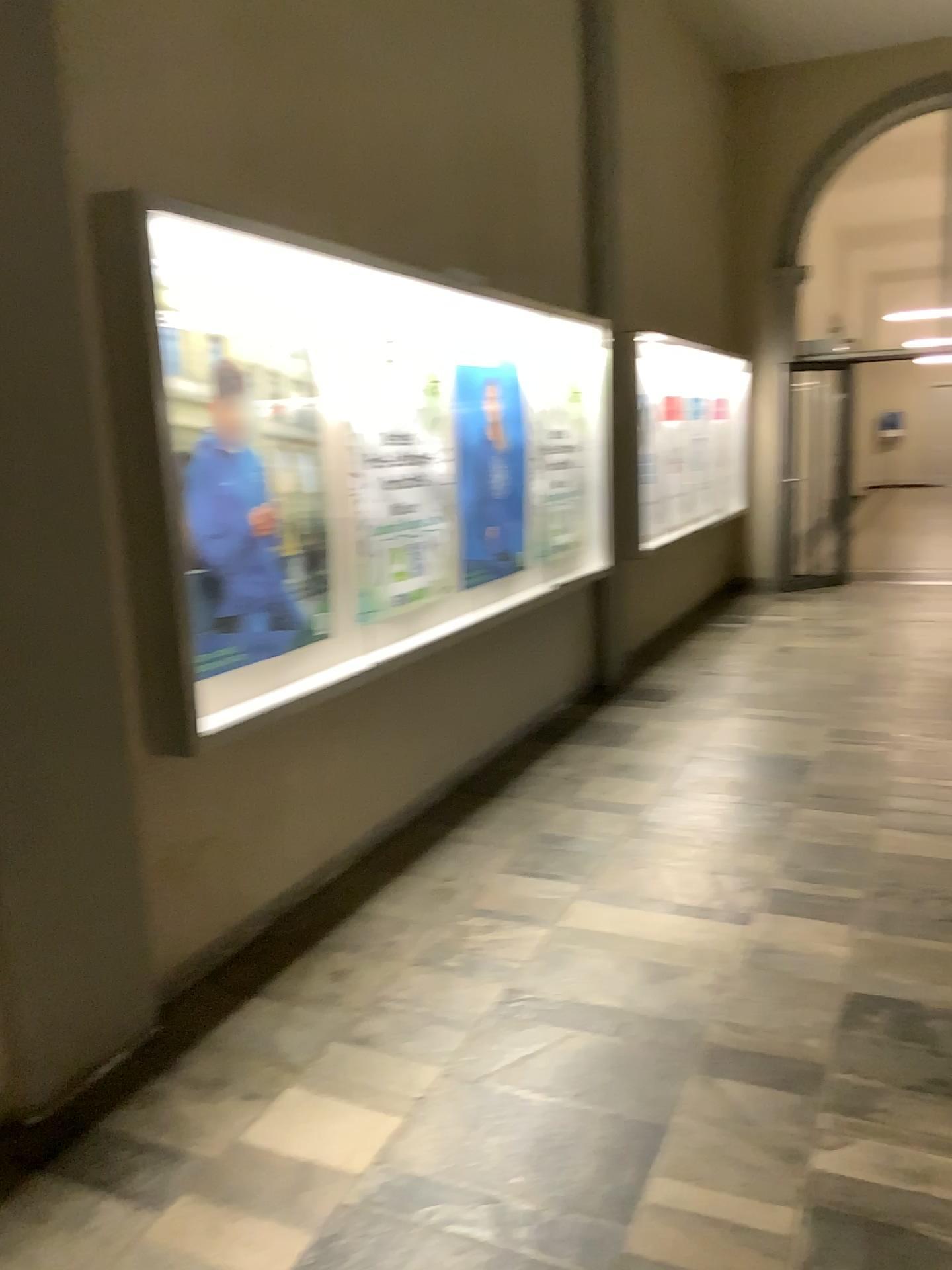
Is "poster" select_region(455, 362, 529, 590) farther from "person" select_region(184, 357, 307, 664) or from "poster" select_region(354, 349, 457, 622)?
"person" select_region(184, 357, 307, 664)

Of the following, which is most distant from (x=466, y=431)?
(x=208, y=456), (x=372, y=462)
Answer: (x=208, y=456)

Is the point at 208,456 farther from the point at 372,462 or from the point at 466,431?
the point at 466,431

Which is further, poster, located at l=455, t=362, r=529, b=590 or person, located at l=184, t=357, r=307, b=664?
poster, located at l=455, t=362, r=529, b=590

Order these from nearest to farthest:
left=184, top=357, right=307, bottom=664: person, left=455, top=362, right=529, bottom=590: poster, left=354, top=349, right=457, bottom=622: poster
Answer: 1. left=184, top=357, right=307, bottom=664: person
2. left=354, top=349, right=457, bottom=622: poster
3. left=455, top=362, right=529, bottom=590: poster

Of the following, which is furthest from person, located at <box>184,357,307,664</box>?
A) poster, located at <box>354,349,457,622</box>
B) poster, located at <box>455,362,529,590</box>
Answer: poster, located at <box>455,362,529,590</box>

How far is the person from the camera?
3.0 meters

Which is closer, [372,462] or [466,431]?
[372,462]

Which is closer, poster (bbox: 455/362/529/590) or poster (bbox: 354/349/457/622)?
poster (bbox: 354/349/457/622)

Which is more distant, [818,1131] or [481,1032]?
[481,1032]
